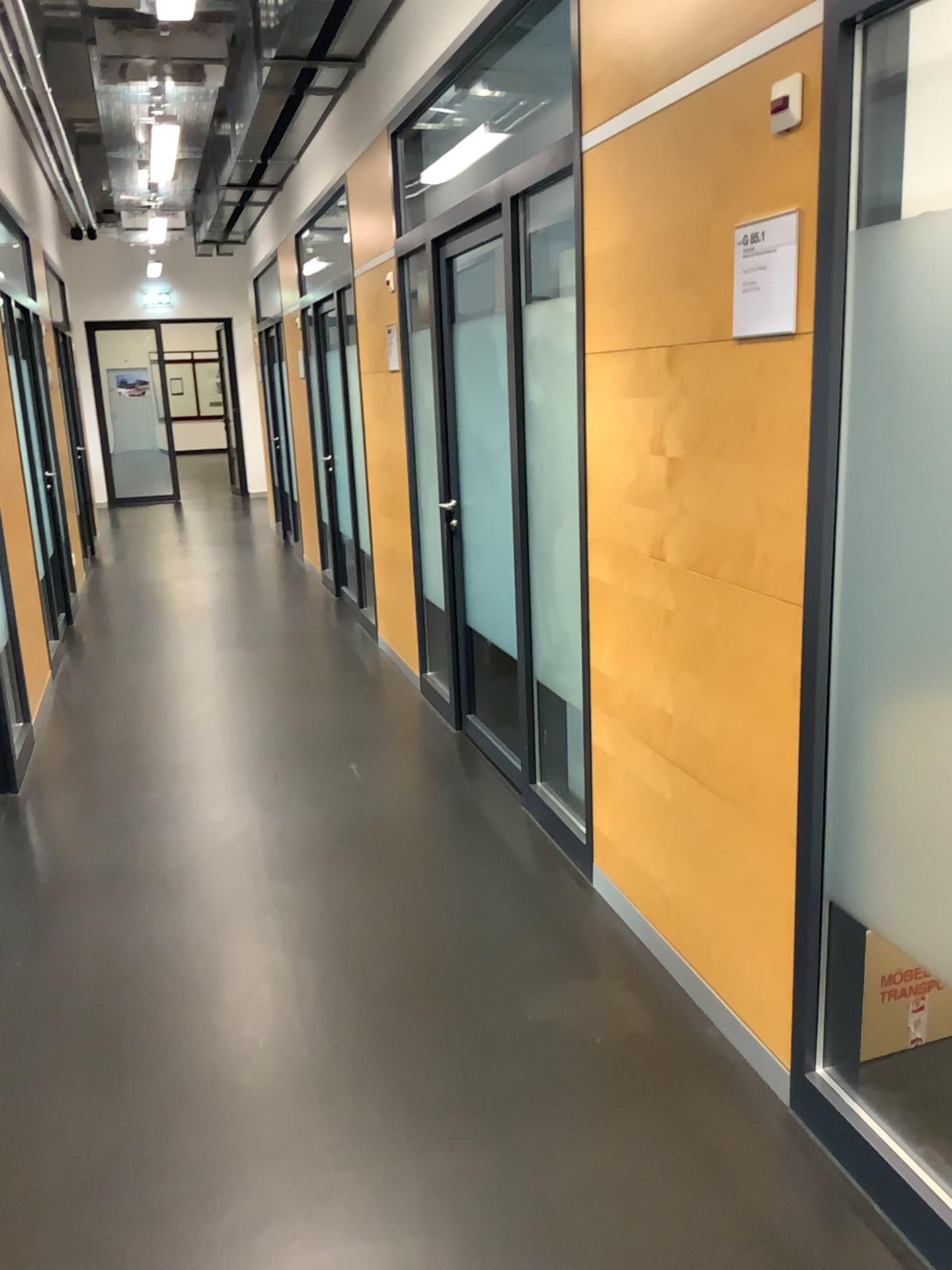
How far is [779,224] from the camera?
1.9m

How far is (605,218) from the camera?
2.5m

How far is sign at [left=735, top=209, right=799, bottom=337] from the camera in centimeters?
194cm
